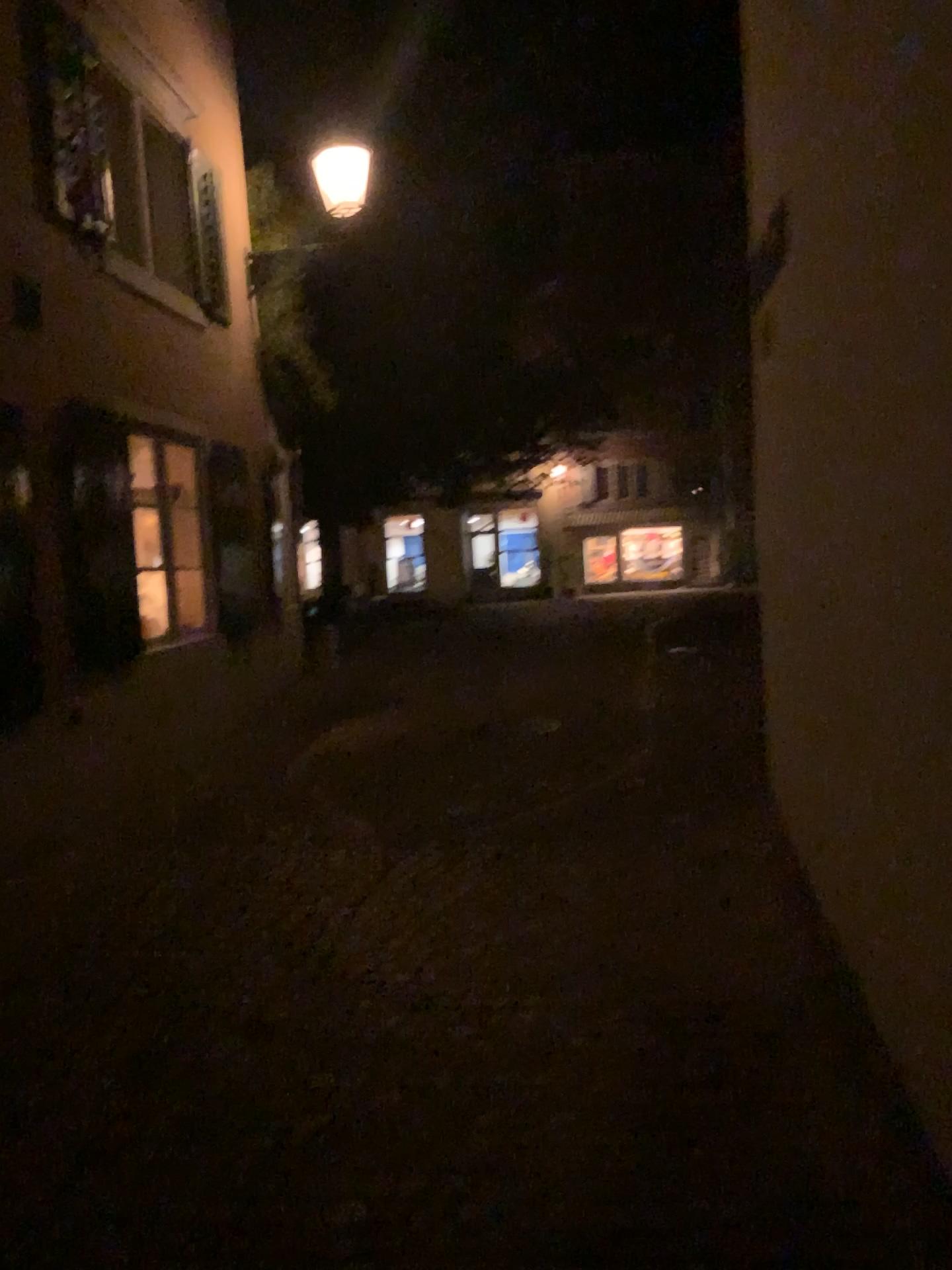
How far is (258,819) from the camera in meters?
5.6 m
